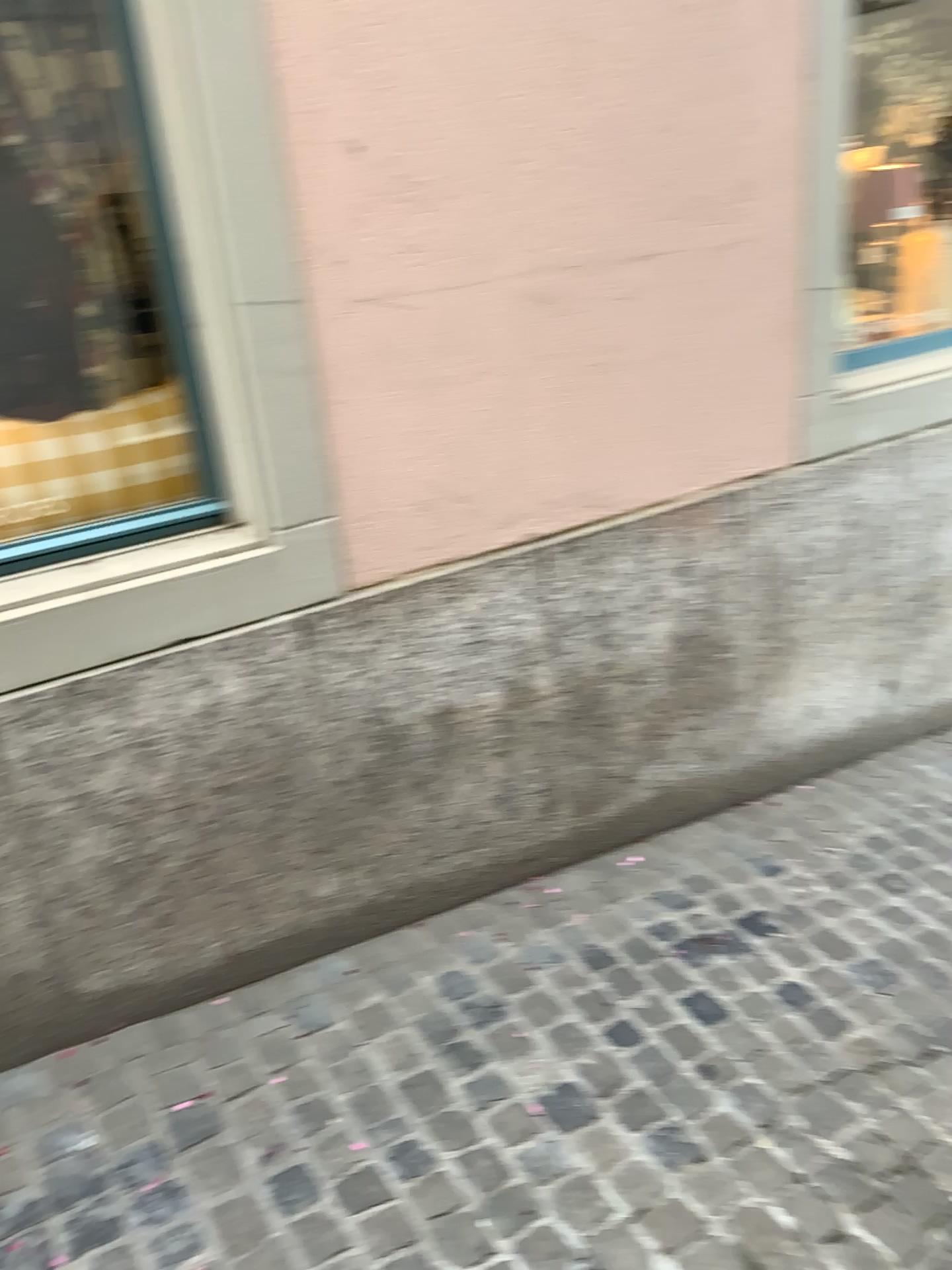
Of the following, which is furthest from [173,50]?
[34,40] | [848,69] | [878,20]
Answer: [878,20]

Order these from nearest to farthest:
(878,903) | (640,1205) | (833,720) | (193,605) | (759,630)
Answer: (640,1205)
(193,605)
(878,903)
(759,630)
(833,720)

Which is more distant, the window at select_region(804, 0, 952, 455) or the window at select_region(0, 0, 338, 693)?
the window at select_region(804, 0, 952, 455)

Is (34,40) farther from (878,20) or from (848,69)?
(878,20)

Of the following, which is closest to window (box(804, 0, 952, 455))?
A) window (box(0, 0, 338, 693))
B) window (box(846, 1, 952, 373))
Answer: window (box(846, 1, 952, 373))

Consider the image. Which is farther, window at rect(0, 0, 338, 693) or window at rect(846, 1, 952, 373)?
window at rect(846, 1, 952, 373)

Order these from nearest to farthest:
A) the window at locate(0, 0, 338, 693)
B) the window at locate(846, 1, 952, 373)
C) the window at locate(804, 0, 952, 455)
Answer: the window at locate(0, 0, 338, 693), the window at locate(804, 0, 952, 455), the window at locate(846, 1, 952, 373)

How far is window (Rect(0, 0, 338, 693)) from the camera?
1.9m

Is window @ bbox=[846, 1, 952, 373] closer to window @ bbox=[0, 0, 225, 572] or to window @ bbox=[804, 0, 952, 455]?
window @ bbox=[804, 0, 952, 455]

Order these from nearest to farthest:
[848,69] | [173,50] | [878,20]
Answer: [173,50] → [848,69] → [878,20]
